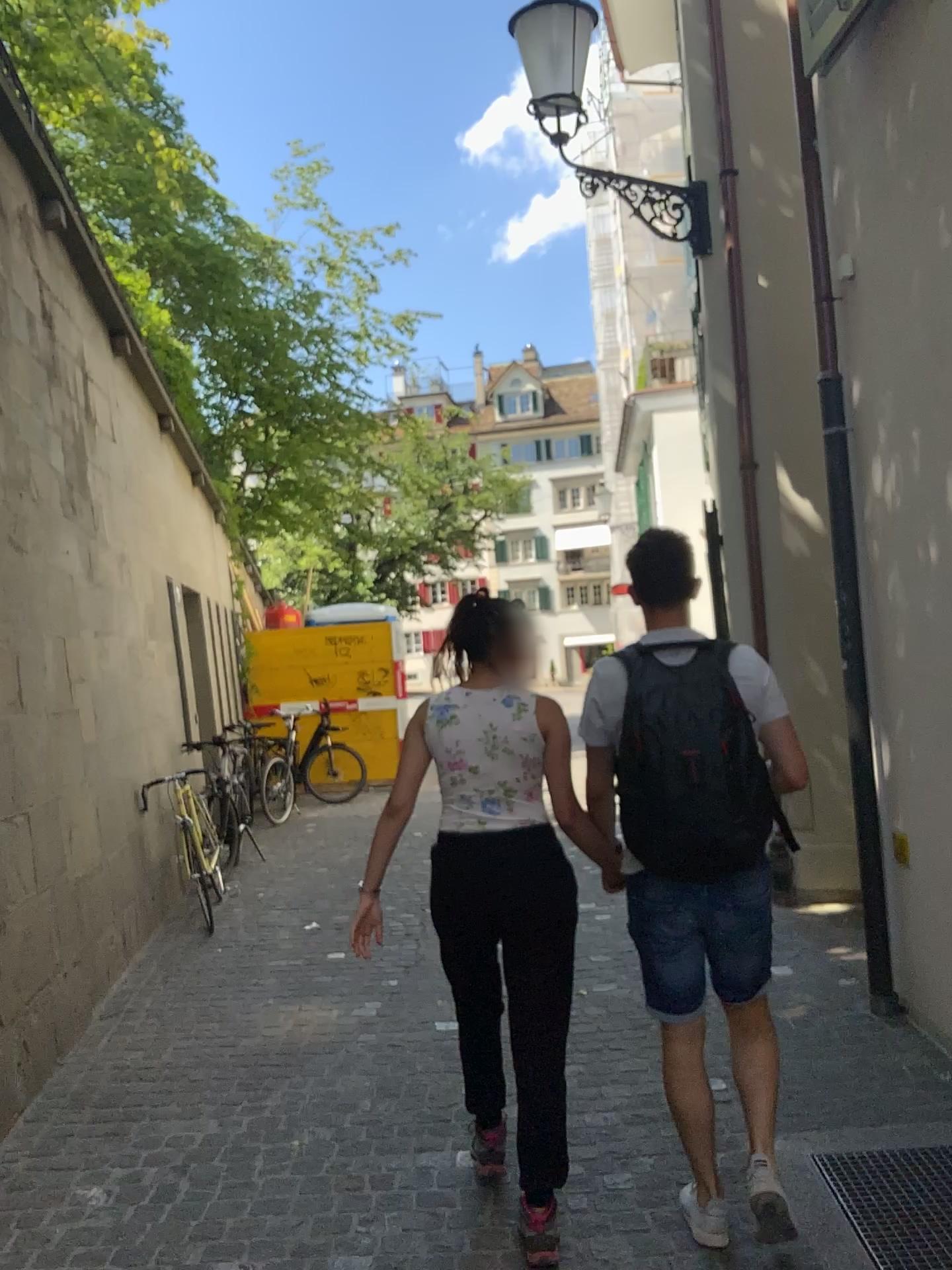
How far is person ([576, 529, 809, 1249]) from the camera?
2.39m

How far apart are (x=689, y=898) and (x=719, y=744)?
0.4 meters

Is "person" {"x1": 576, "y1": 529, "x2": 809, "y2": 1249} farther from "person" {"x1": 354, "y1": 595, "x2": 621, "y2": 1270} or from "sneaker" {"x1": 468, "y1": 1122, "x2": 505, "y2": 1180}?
"sneaker" {"x1": 468, "y1": 1122, "x2": 505, "y2": 1180}

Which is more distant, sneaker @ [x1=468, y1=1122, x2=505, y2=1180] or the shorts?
sneaker @ [x1=468, y1=1122, x2=505, y2=1180]

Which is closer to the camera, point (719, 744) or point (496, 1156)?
point (719, 744)

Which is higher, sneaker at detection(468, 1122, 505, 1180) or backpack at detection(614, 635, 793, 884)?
backpack at detection(614, 635, 793, 884)

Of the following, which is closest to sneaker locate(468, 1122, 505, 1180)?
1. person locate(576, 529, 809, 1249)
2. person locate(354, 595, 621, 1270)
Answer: person locate(354, 595, 621, 1270)

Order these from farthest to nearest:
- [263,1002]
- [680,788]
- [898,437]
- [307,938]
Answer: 1. [307,938]
2. [263,1002]
3. [898,437]
4. [680,788]

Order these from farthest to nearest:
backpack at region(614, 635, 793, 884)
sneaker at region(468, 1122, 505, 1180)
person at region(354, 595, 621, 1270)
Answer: sneaker at region(468, 1122, 505, 1180) → person at region(354, 595, 621, 1270) → backpack at region(614, 635, 793, 884)

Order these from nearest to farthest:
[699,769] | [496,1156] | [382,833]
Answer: [699,769], [382,833], [496,1156]
